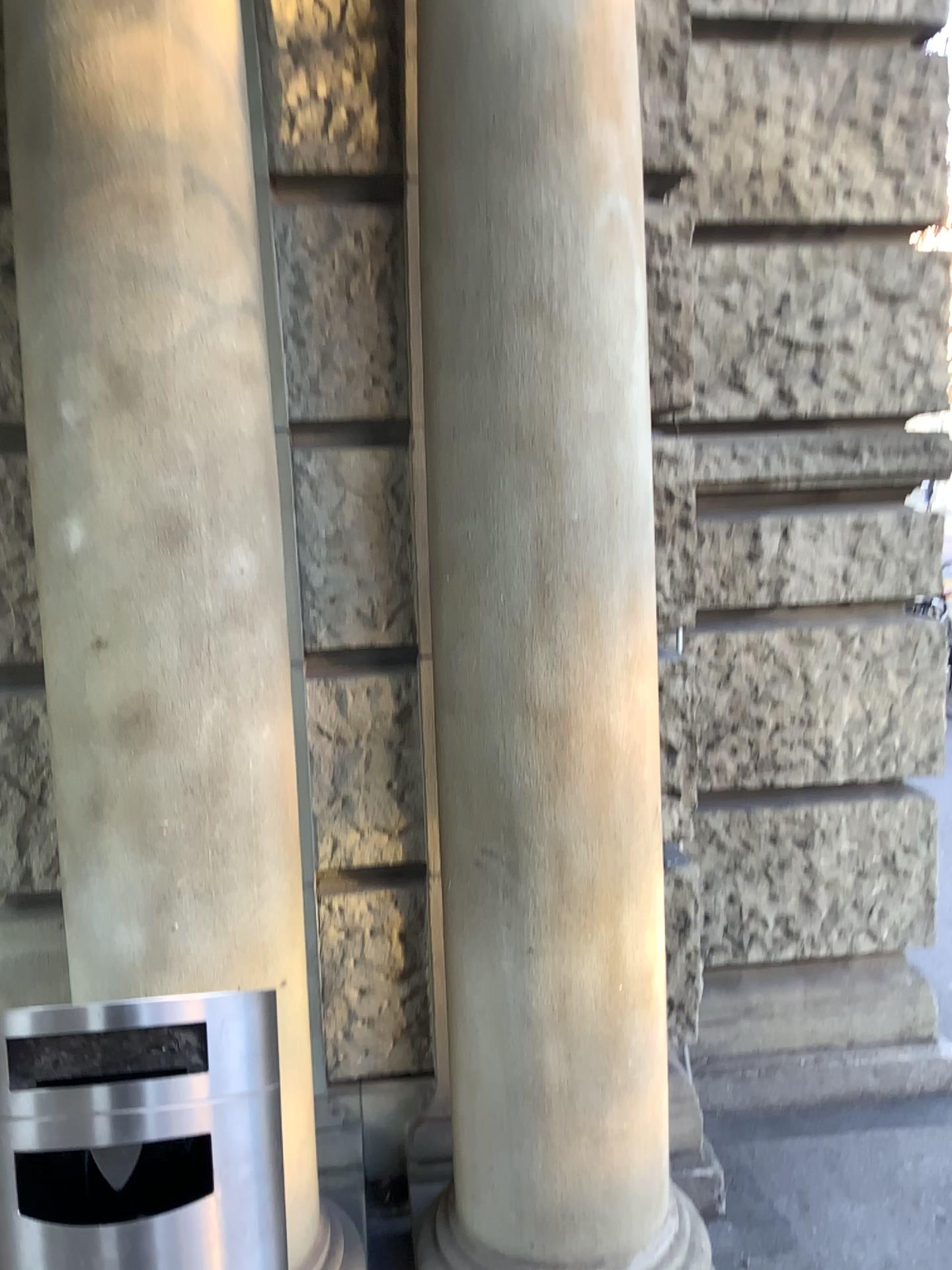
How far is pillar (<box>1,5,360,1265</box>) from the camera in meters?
1.6 m

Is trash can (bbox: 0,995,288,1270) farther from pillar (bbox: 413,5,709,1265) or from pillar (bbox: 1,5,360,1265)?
pillar (bbox: 413,5,709,1265)

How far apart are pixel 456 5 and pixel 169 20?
0.4m

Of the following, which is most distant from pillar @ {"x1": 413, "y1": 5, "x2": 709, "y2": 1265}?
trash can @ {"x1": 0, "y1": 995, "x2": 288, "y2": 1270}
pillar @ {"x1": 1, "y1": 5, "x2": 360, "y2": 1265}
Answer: trash can @ {"x1": 0, "y1": 995, "x2": 288, "y2": 1270}

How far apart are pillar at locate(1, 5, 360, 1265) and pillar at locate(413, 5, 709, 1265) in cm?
27

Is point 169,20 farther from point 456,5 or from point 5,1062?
point 5,1062

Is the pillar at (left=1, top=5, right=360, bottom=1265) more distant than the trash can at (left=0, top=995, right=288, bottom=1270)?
Yes

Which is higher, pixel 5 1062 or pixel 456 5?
pixel 456 5

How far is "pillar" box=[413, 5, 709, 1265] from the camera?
1.7m

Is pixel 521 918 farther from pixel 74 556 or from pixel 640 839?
pixel 74 556
